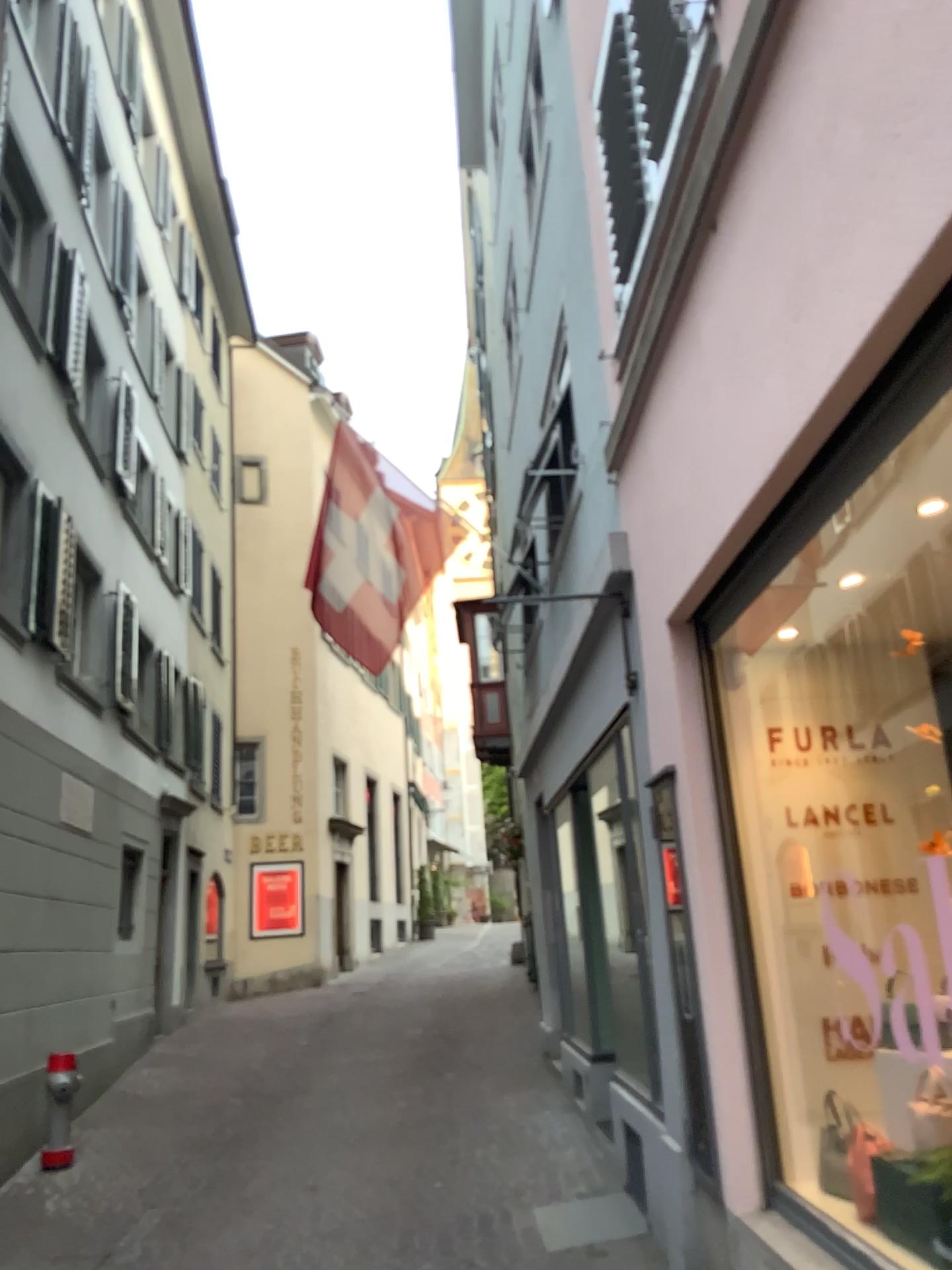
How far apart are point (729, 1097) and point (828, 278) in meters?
2.8
